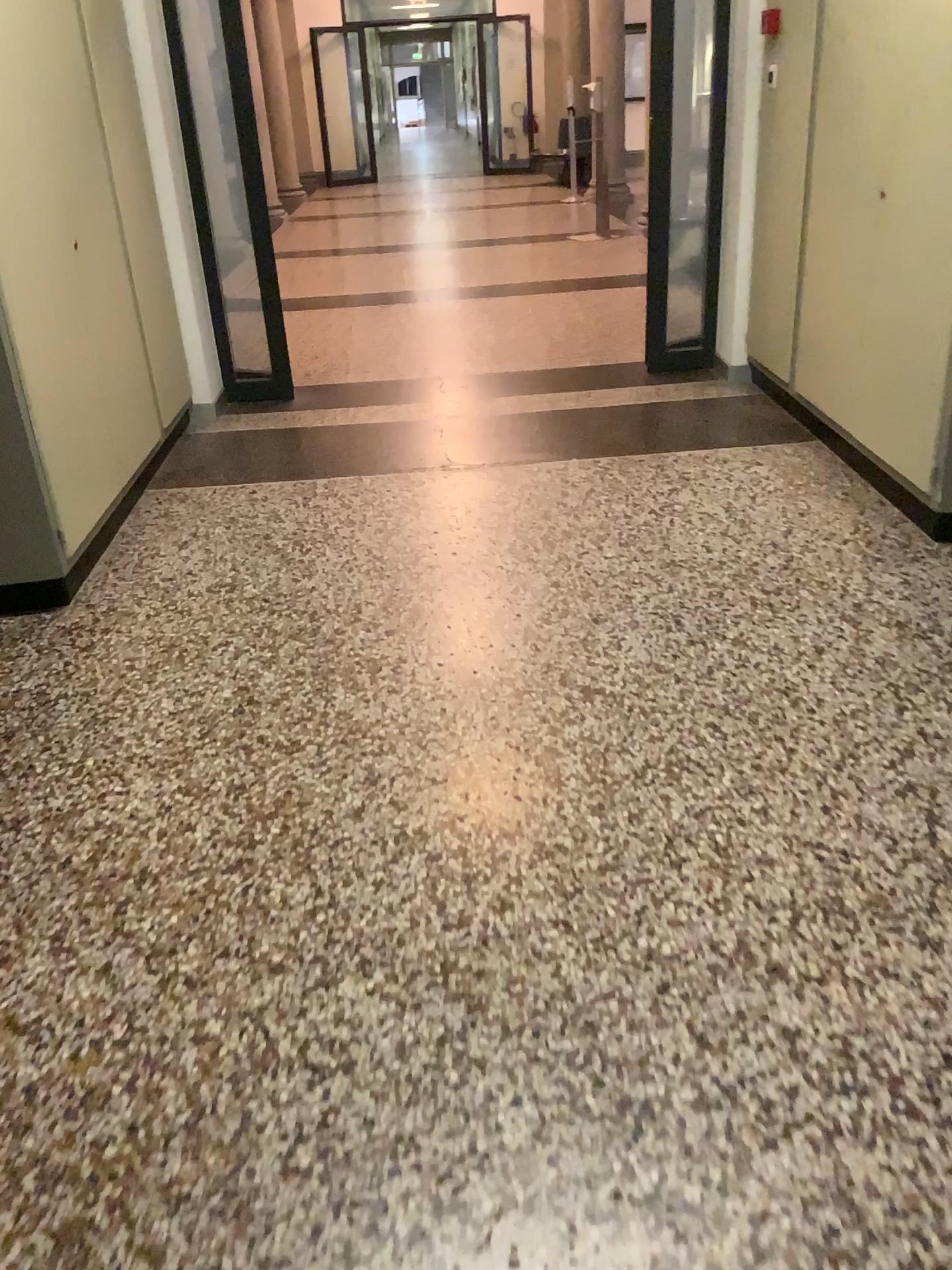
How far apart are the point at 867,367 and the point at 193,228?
3.1 meters
